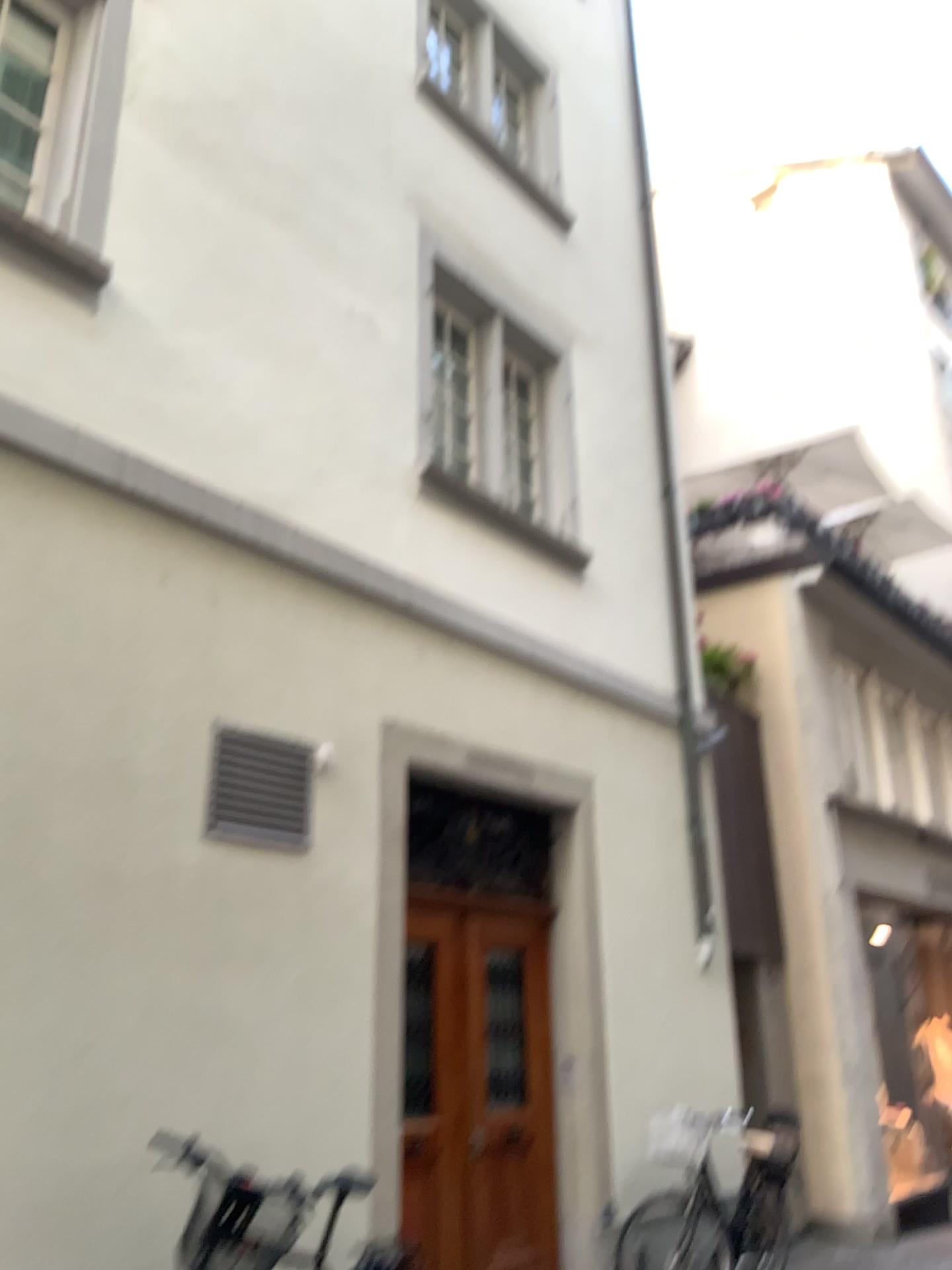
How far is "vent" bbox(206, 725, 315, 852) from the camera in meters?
4.6

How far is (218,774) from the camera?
4.6m

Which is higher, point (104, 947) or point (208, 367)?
point (208, 367)
